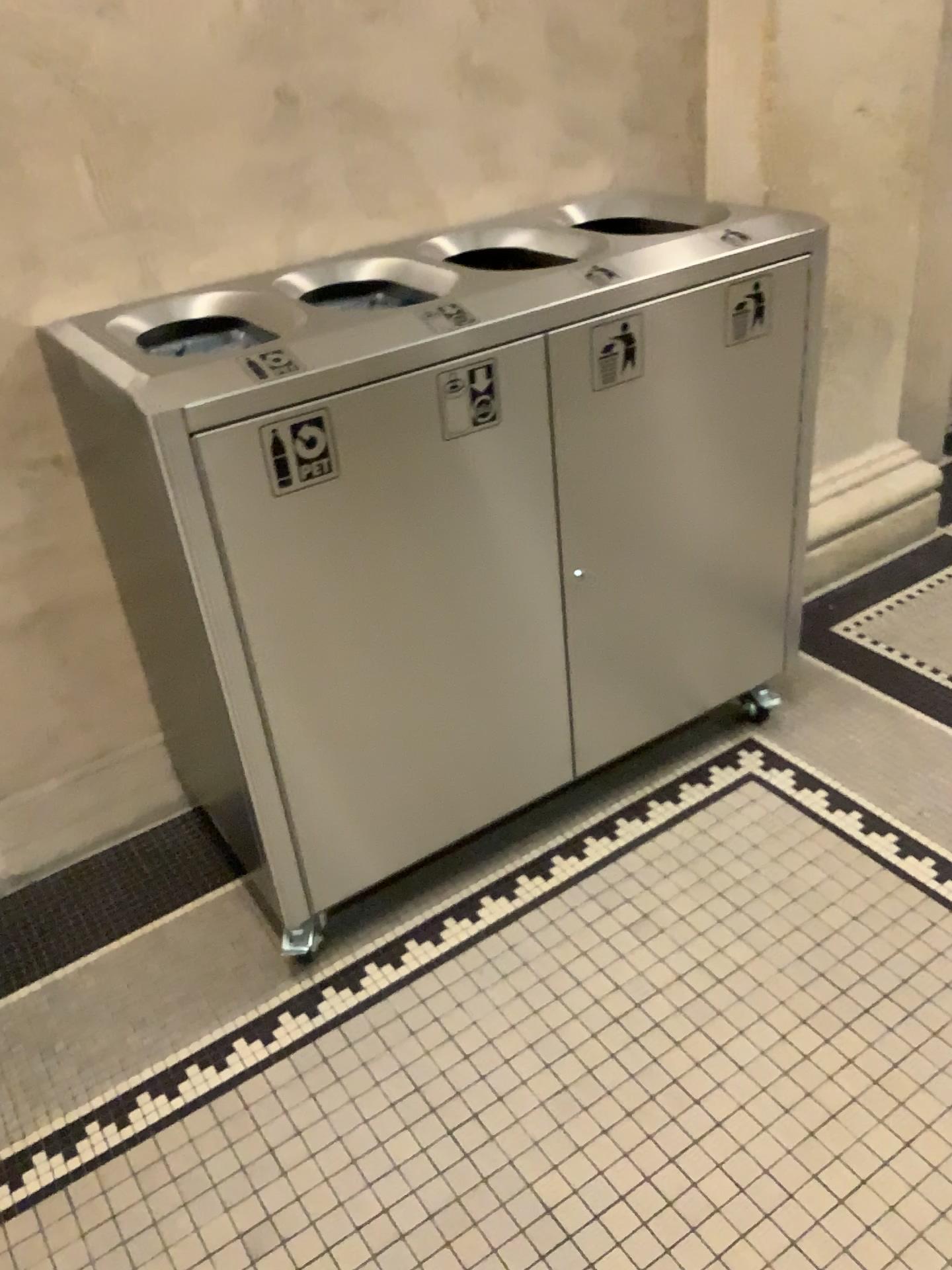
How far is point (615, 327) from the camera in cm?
162

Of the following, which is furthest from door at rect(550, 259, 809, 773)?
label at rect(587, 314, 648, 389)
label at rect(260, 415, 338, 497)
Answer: label at rect(260, 415, 338, 497)

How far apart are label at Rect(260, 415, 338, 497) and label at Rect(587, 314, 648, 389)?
0.47m

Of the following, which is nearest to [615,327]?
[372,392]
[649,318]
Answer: [649,318]

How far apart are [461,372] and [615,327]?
0.28m

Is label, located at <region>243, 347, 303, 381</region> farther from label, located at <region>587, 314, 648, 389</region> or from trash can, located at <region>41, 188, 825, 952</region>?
label, located at <region>587, 314, 648, 389</region>

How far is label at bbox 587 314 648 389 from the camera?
1.62m

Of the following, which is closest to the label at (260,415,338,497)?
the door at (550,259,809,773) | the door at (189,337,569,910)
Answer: the door at (189,337,569,910)

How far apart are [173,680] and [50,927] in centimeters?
51cm

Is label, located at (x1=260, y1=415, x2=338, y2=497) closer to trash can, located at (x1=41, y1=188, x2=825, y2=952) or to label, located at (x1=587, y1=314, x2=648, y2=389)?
trash can, located at (x1=41, y1=188, x2=825, y2=952)
